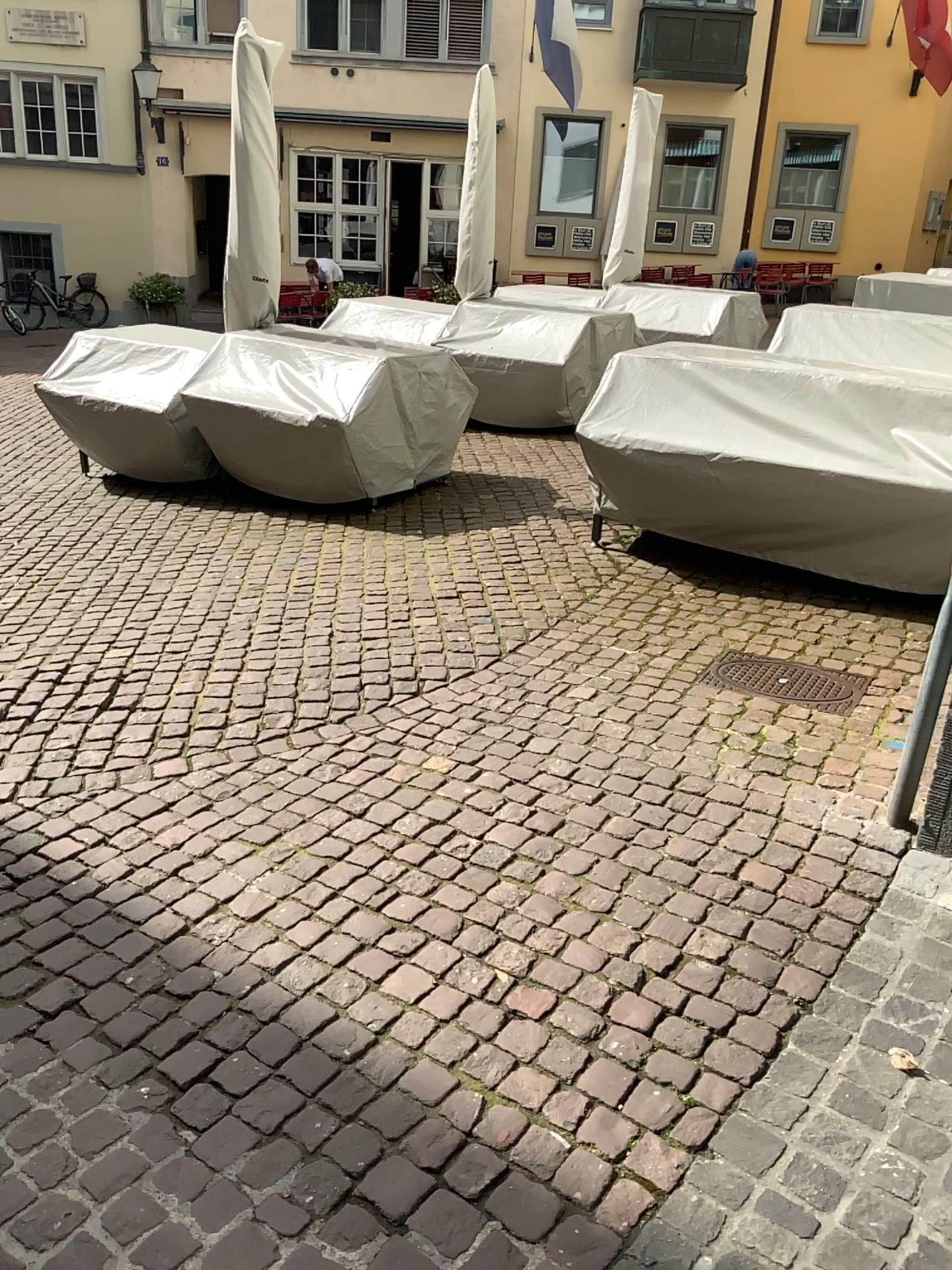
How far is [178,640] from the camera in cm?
442

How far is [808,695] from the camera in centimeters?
379cm

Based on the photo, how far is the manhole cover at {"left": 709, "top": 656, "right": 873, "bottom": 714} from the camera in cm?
379
